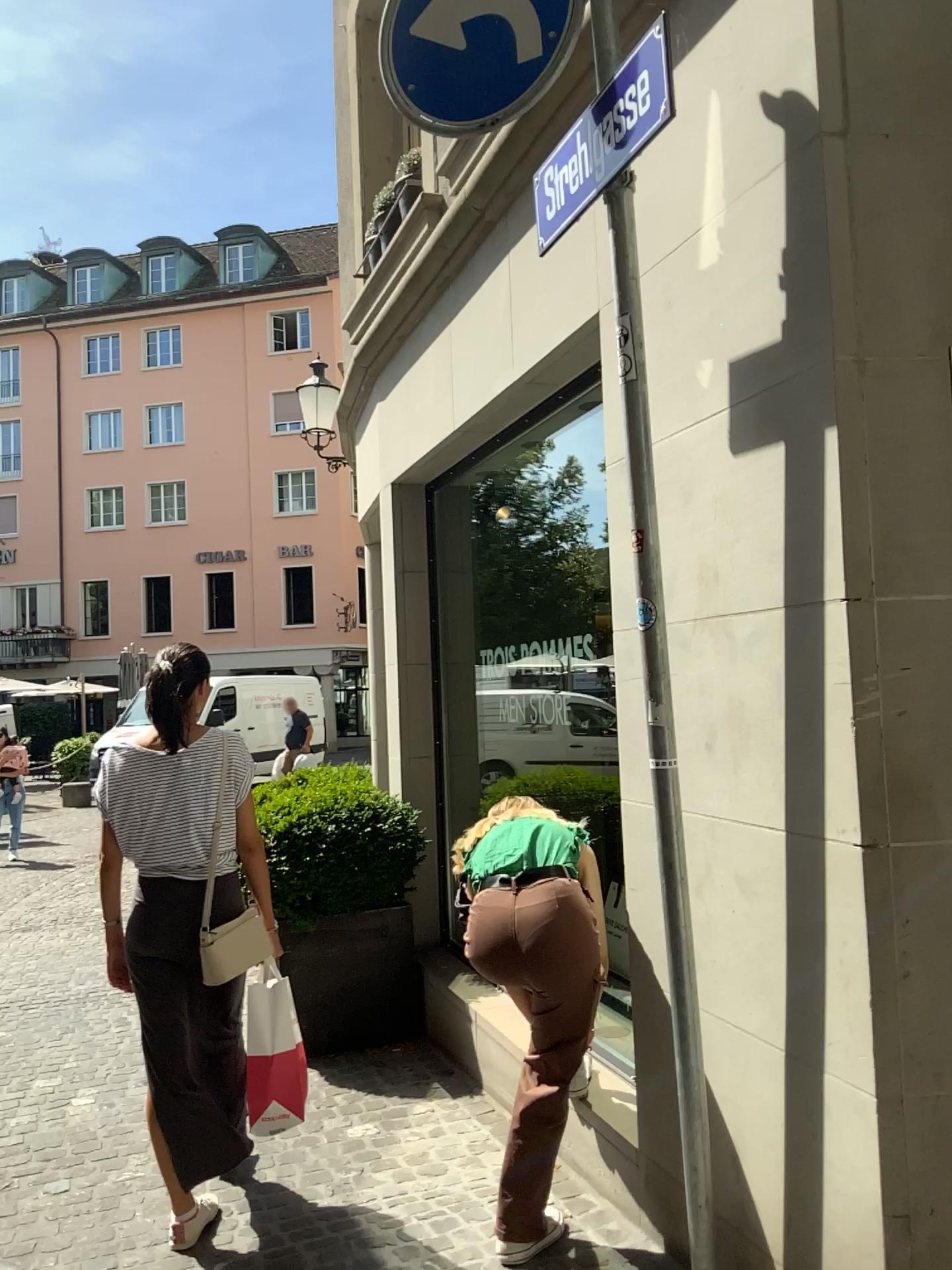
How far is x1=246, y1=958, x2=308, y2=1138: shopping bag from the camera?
3.00m

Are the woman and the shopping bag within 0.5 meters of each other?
yes

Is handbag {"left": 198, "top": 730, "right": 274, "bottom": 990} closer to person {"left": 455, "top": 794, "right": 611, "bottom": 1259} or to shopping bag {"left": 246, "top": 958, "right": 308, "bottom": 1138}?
shopping bag {"left": 246, "top": 958, "right": 308, "bottom": 1138}

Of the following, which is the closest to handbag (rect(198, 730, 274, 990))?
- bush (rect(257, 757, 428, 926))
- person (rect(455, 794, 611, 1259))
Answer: person (rect(455, 794, 611, 1259))

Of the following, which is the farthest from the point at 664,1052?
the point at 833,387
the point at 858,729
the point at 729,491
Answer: the point at 833,387

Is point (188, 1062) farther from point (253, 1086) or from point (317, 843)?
point (317, 843)

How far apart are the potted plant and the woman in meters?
1.4

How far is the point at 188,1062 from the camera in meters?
3.0

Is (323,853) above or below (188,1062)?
above

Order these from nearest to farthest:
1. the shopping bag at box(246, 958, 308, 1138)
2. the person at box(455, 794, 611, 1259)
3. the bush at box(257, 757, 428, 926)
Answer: the person at box(455, 794, 611, 1259)
the shopping bag at box(246, 958, 308, 1138)
the bush at box(257, 757, 428, 926)
